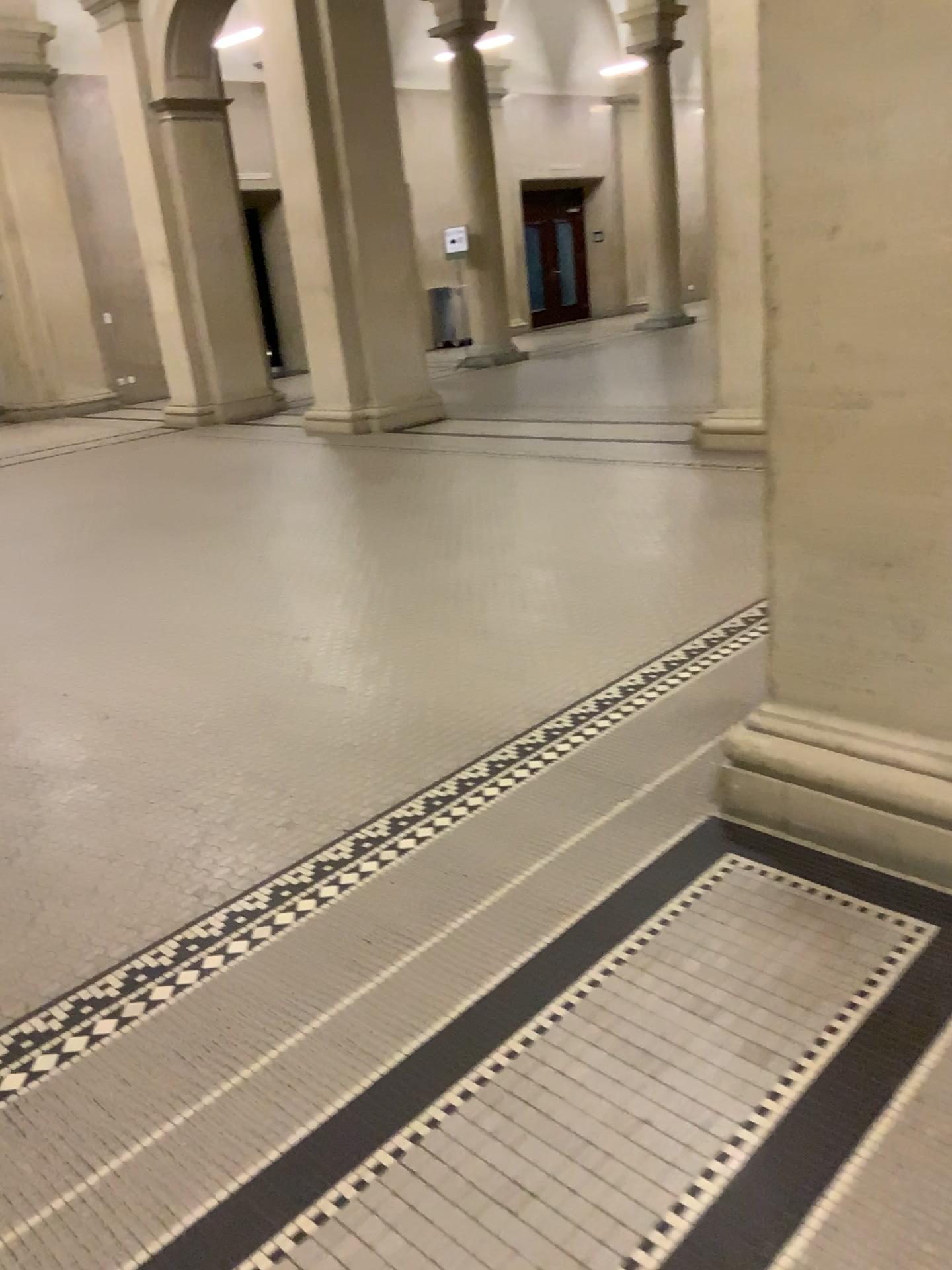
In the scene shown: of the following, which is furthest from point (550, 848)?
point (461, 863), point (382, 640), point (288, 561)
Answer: point (288, 561)
